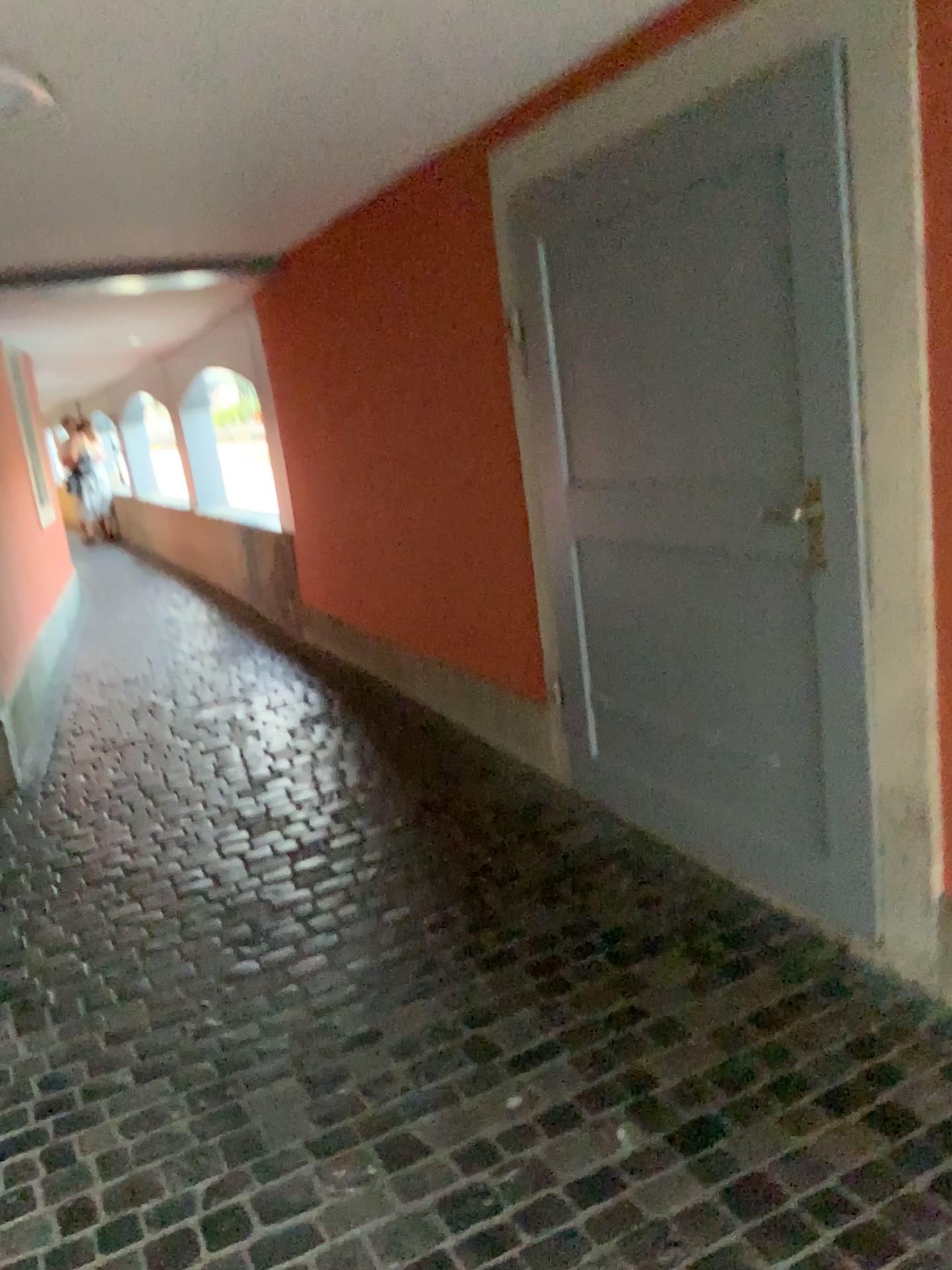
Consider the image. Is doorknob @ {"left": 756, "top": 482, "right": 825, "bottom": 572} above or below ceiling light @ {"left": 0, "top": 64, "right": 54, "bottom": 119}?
below

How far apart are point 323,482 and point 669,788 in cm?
294

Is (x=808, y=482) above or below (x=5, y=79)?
below
